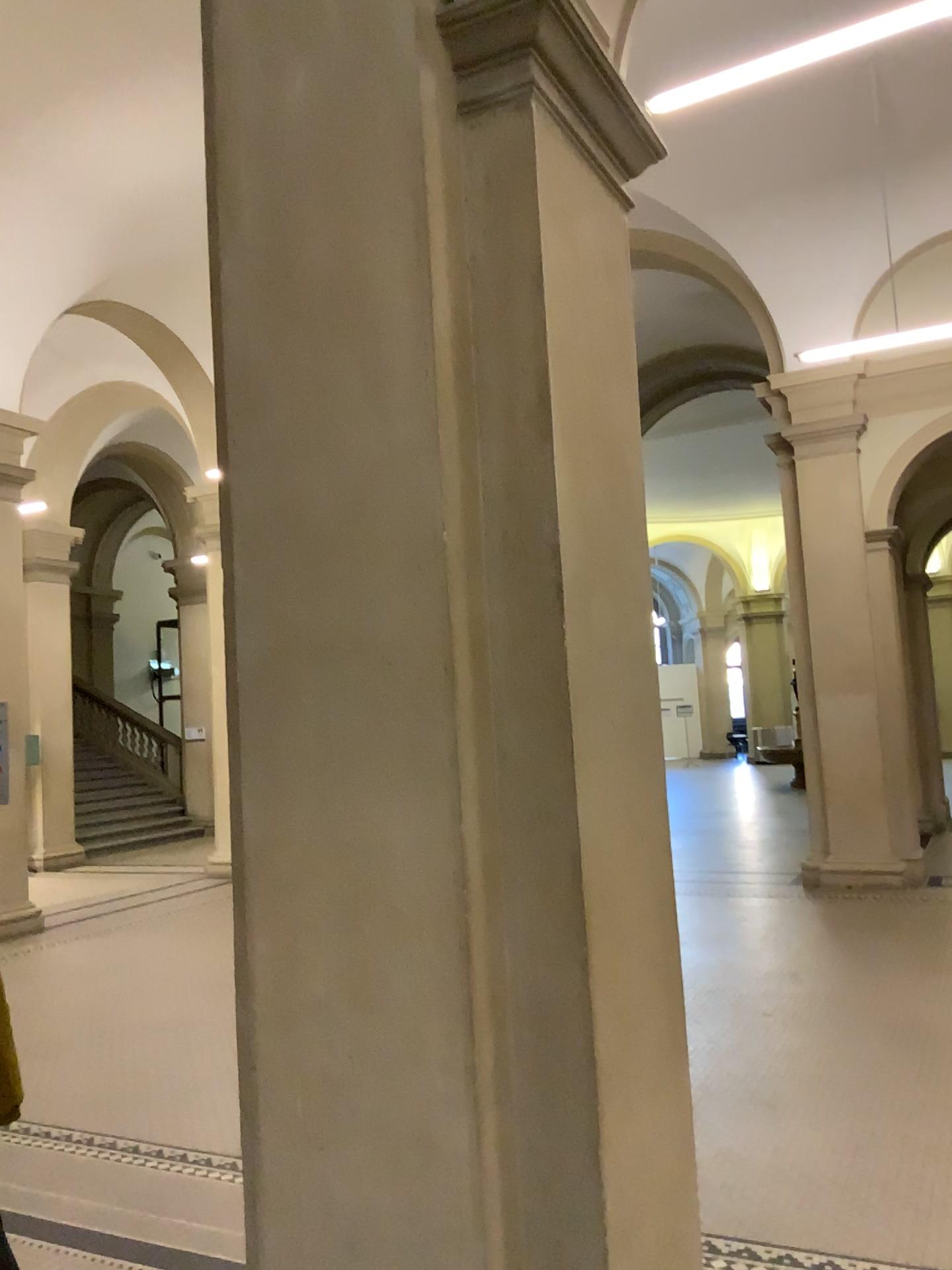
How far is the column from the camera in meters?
2.1 m

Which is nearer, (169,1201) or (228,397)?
(228,397)

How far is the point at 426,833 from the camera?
2.10m
